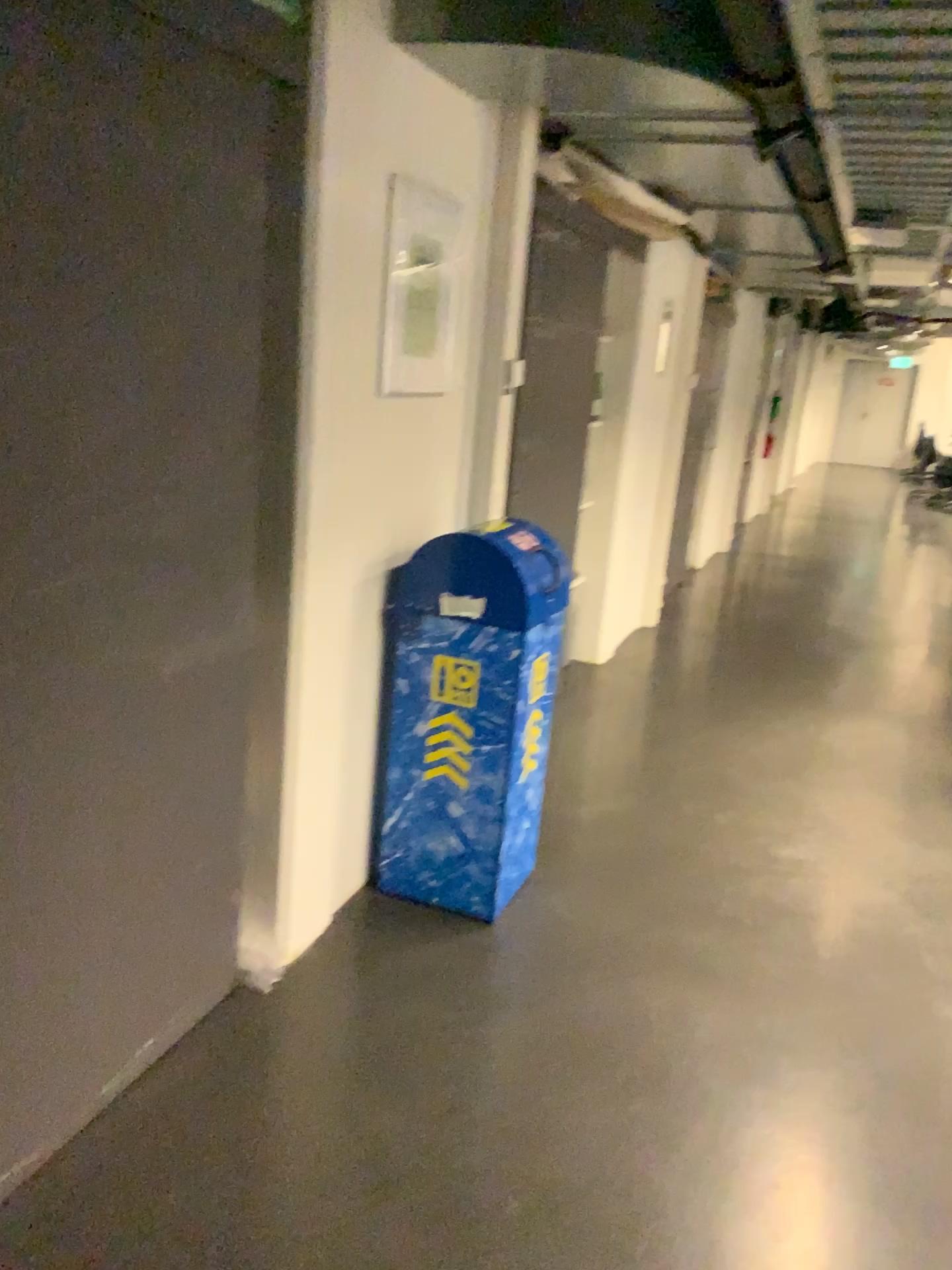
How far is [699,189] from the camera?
3.5m

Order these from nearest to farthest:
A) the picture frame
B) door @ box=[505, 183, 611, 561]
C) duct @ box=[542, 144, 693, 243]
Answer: the picture frame
duct @ box=[542, 144, 693, 243]
door @ box=[505, 183, 611, 561]

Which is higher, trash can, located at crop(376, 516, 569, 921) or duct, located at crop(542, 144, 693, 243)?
duct, located at crop(542, 144, 693, 243)

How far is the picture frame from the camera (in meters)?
2.70

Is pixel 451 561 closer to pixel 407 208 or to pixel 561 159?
pixel 407 208

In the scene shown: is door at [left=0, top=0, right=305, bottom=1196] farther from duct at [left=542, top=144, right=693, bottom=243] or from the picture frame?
duct at [left=542, top=144, right=693, bottom=243]

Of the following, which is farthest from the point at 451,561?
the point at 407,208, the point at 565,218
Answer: the point at 565,218

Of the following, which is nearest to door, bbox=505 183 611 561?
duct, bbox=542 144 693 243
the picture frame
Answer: duct, bbox=542 144 693 243

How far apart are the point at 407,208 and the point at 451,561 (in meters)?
0.91

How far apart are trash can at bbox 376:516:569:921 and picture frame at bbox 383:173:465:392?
0.43m
